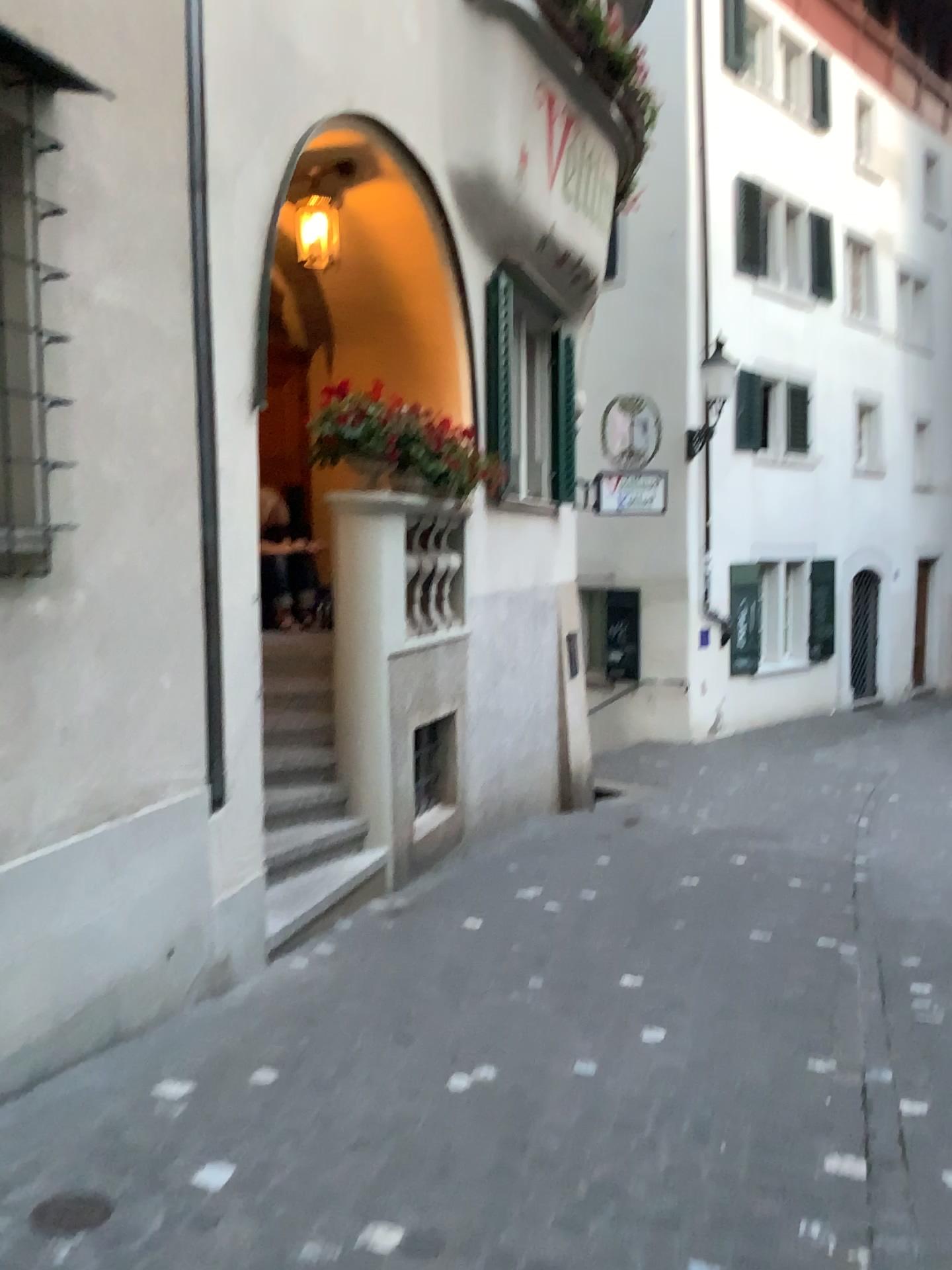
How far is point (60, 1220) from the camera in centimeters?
244cm

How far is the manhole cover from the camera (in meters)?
2.44

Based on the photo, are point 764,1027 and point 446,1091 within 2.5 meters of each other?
yes
